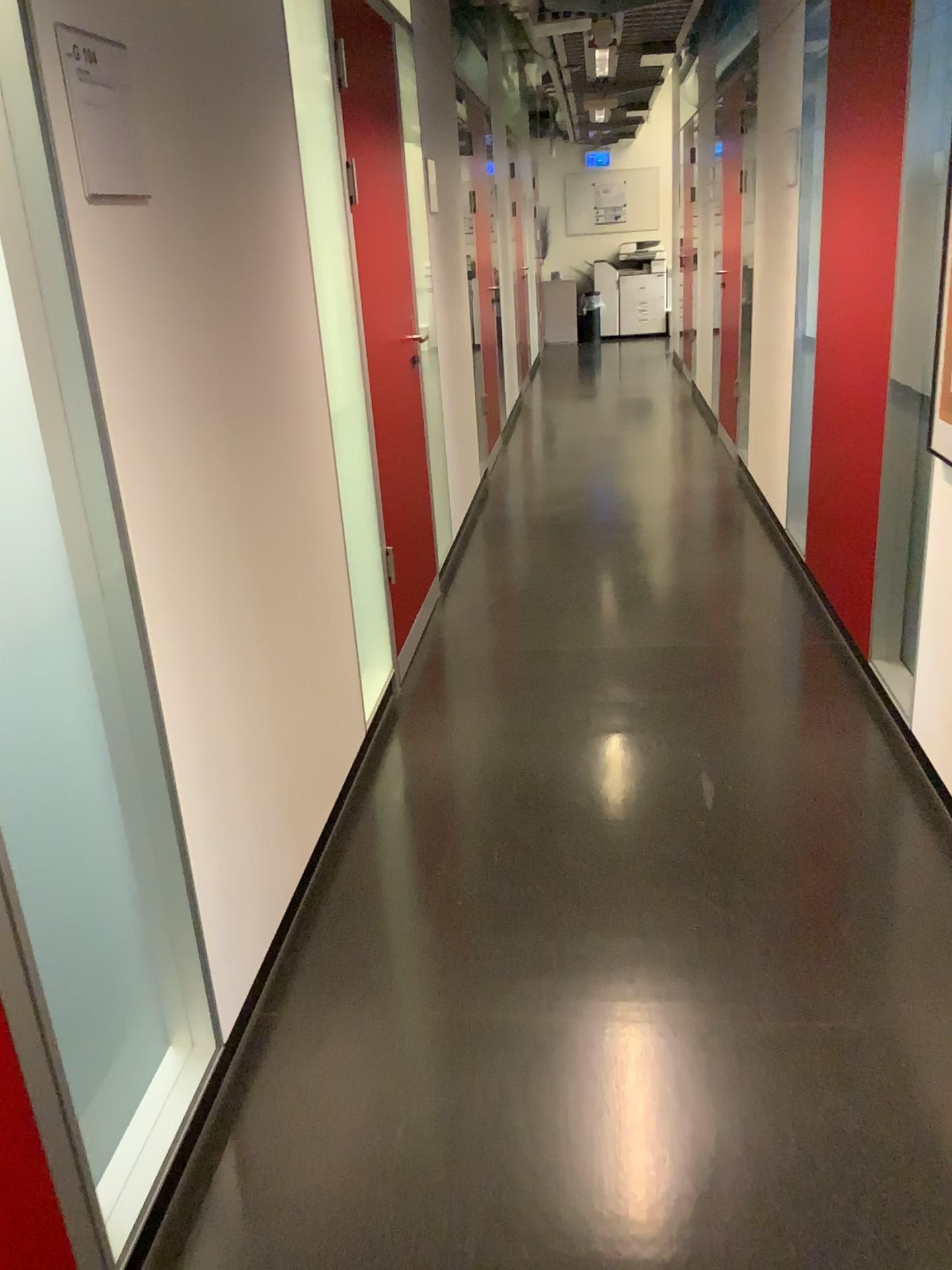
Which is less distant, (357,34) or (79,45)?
(79,45)

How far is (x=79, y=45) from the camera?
1.42m

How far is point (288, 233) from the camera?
2.4 meters

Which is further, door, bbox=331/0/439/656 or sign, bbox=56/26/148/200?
door, bbox=331/0/439/656

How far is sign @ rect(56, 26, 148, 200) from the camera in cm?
142
